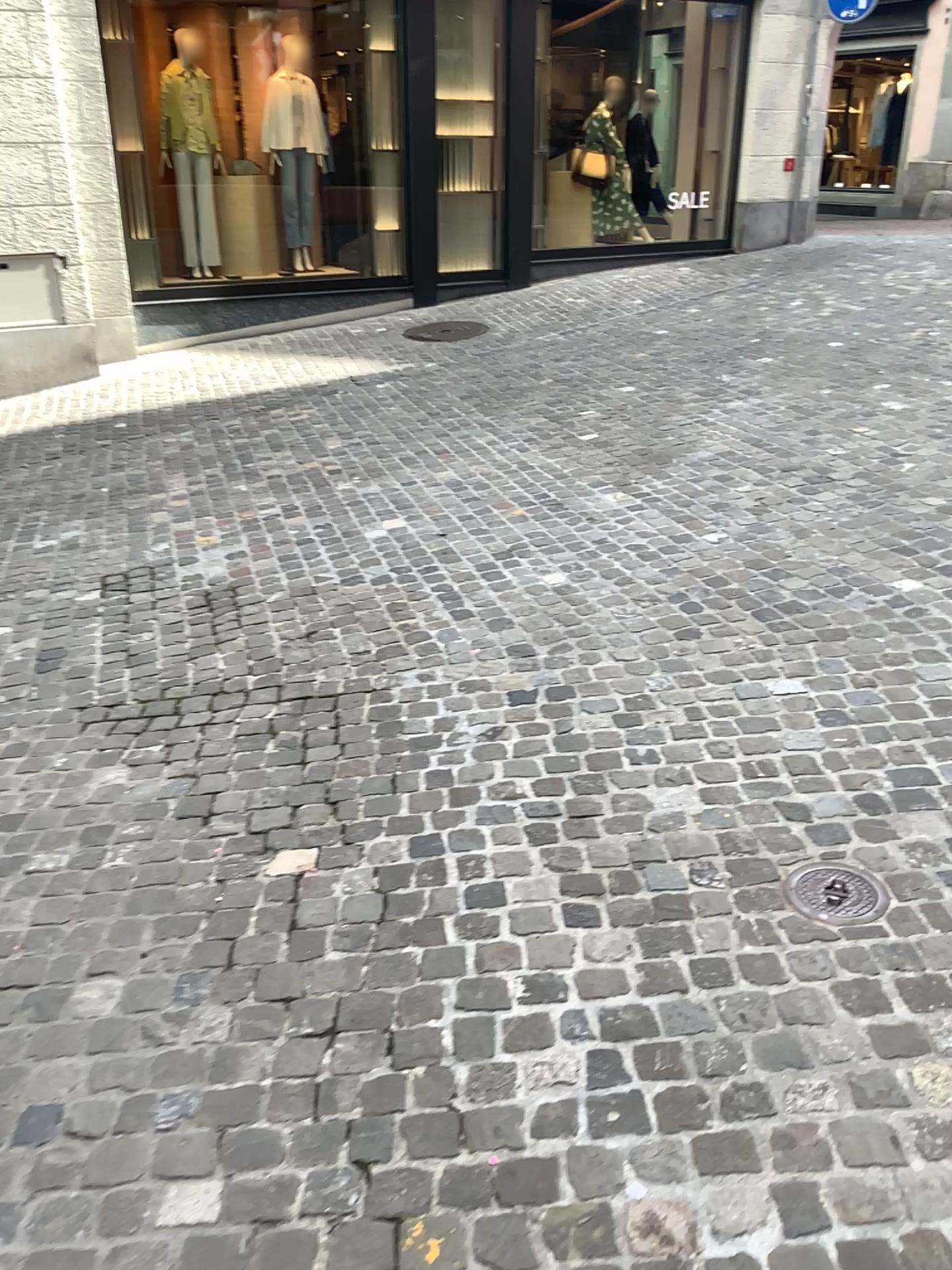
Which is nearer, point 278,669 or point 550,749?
point 550,749

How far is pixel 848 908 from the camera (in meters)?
2.16

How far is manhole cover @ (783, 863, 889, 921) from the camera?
2.16m
